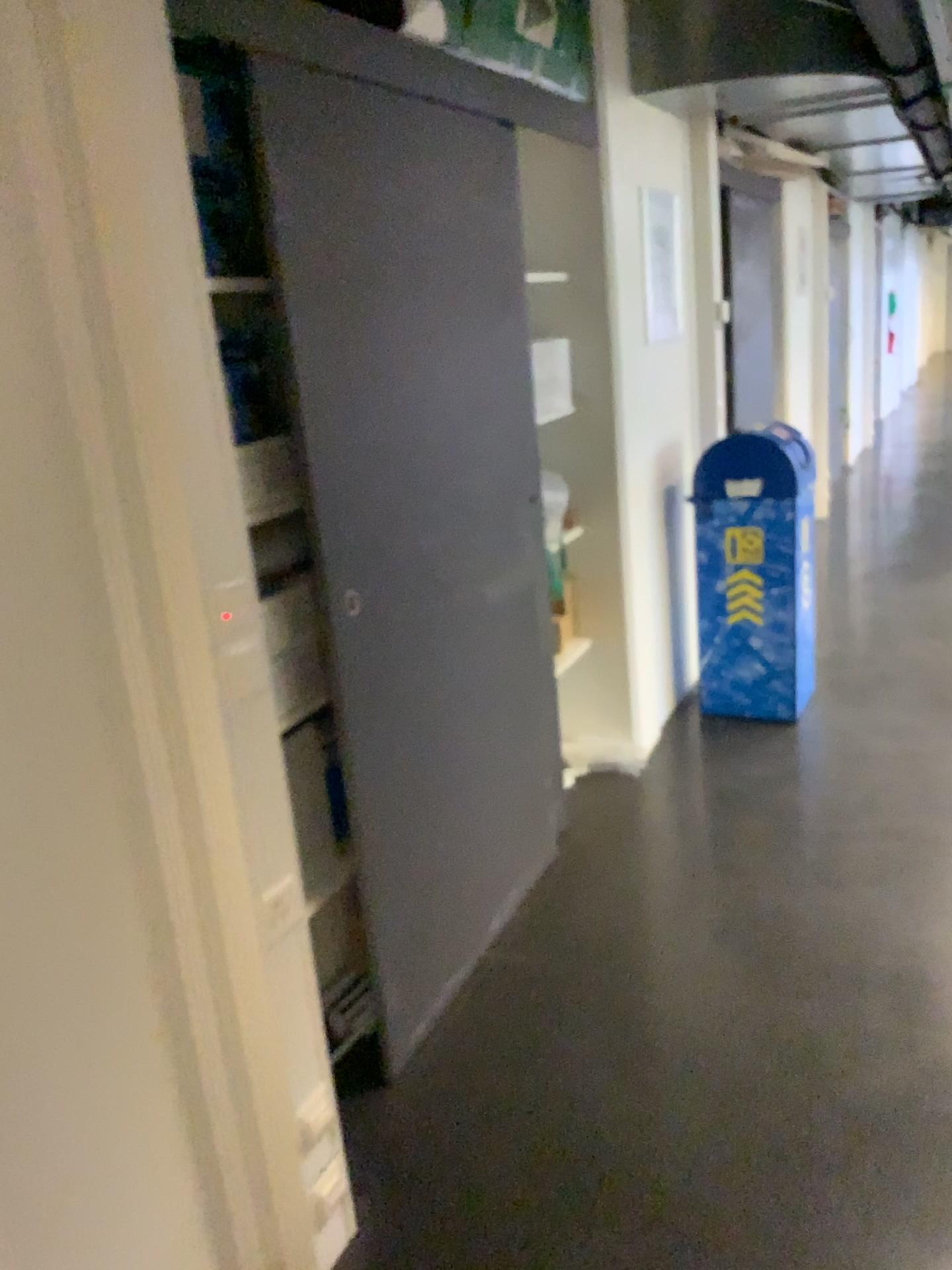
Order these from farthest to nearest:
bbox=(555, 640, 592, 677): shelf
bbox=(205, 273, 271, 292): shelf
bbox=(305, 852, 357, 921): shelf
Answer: bbox=(555, 640, 592, 677): shelf < bbox=(305, 852, 357, 921): shelf < bbox=(205, 273, 271, 292): shelf

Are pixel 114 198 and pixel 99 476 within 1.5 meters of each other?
yes

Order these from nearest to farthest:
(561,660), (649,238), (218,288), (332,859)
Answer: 1. (218,288)
2. (332,859)
3. (561,660)
4. (649,238)

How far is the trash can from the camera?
3.8m

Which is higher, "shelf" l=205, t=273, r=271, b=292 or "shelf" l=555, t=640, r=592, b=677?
"shelf" l=205, t=273, r=271, b=292

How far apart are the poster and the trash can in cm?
46

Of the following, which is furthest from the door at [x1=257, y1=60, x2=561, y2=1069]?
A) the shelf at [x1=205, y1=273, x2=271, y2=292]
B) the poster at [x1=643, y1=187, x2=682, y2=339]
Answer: the poster at [x1=643, y1=187, x2=682, y2=339]

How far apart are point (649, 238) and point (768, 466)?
0.9 meters

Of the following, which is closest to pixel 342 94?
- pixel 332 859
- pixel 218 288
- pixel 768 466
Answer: pixel 218 288

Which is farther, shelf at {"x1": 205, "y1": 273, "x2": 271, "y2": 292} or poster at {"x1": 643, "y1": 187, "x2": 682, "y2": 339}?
poster at {"x1": 643, "y1": 187, "x2": 682, "y2": 339}
